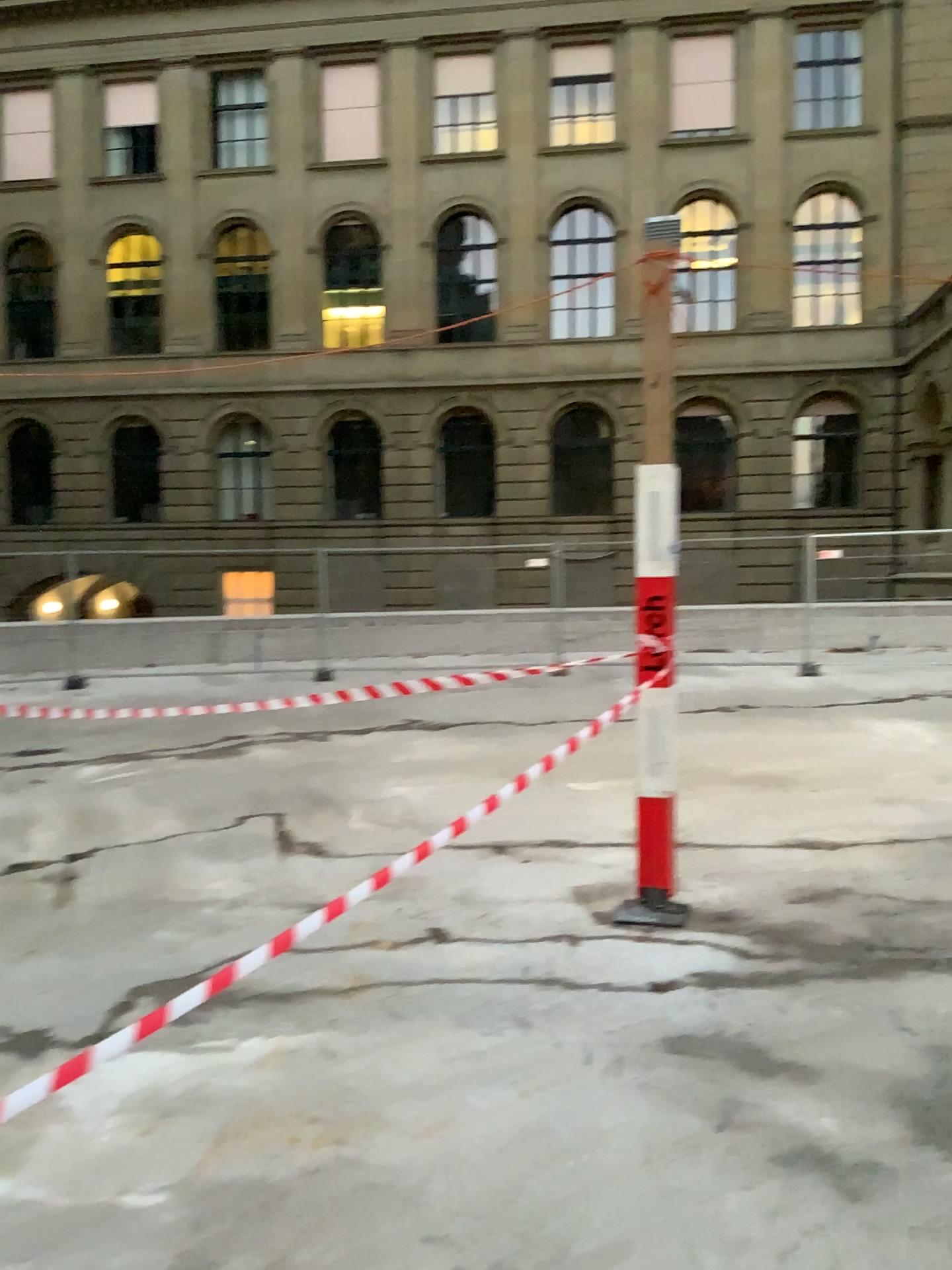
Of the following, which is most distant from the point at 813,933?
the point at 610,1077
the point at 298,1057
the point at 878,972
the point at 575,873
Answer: the point at 298,1057
